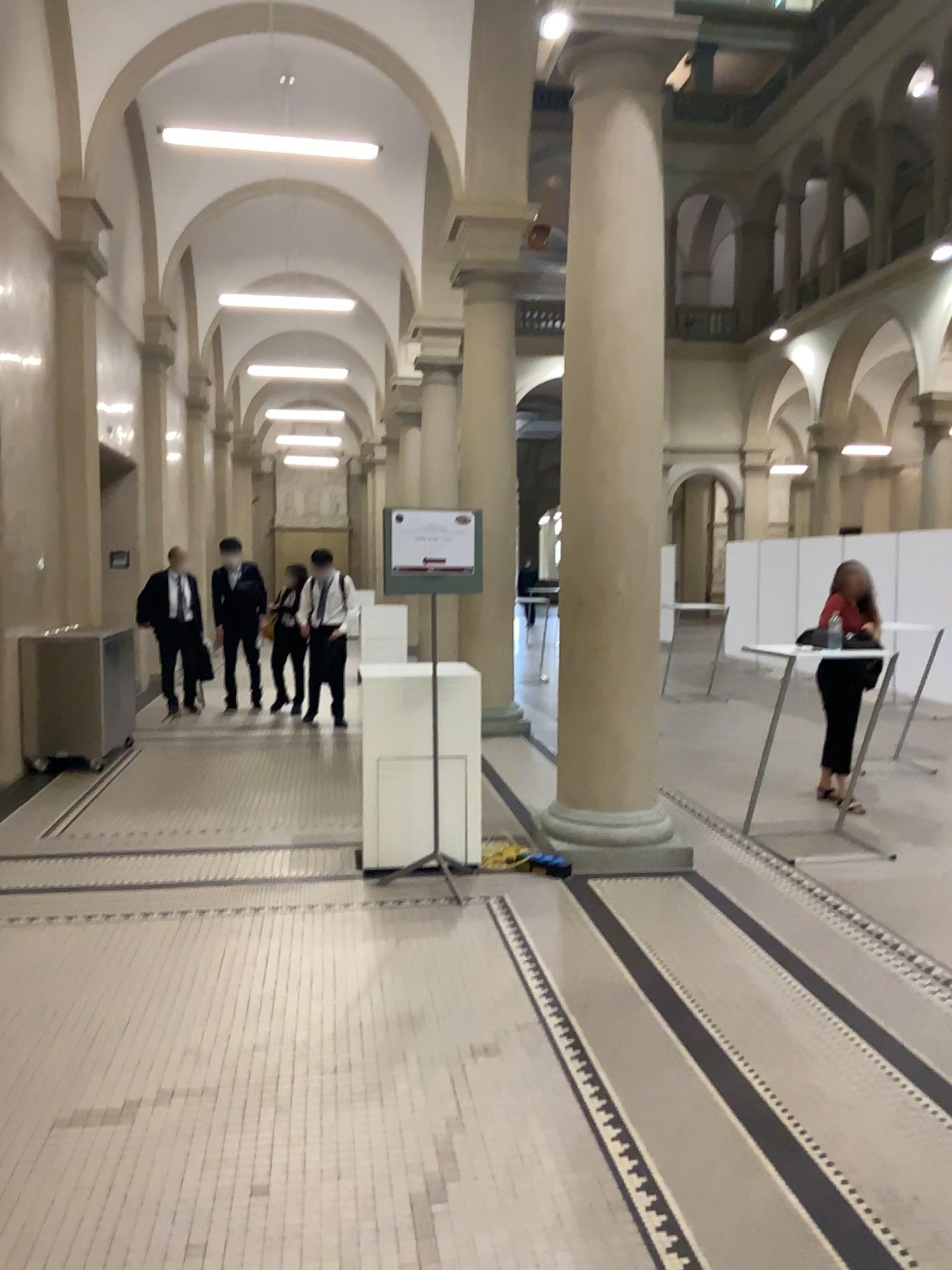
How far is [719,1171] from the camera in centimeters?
270cm
